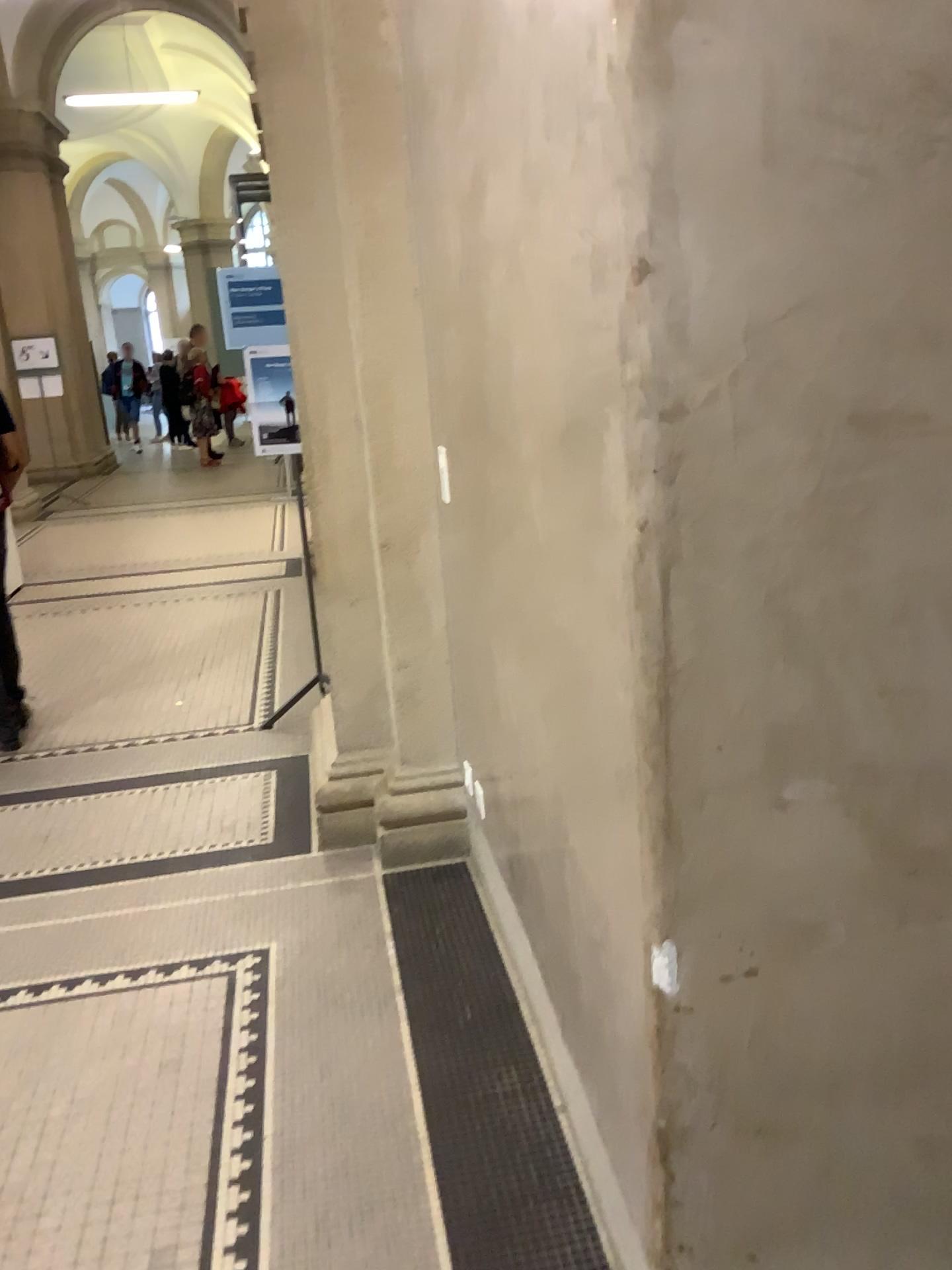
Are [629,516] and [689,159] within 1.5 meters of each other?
yes

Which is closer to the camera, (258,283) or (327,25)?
(327,25)

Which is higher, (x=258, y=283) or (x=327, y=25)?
(x=327, y=25)

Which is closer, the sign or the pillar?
the pillar
